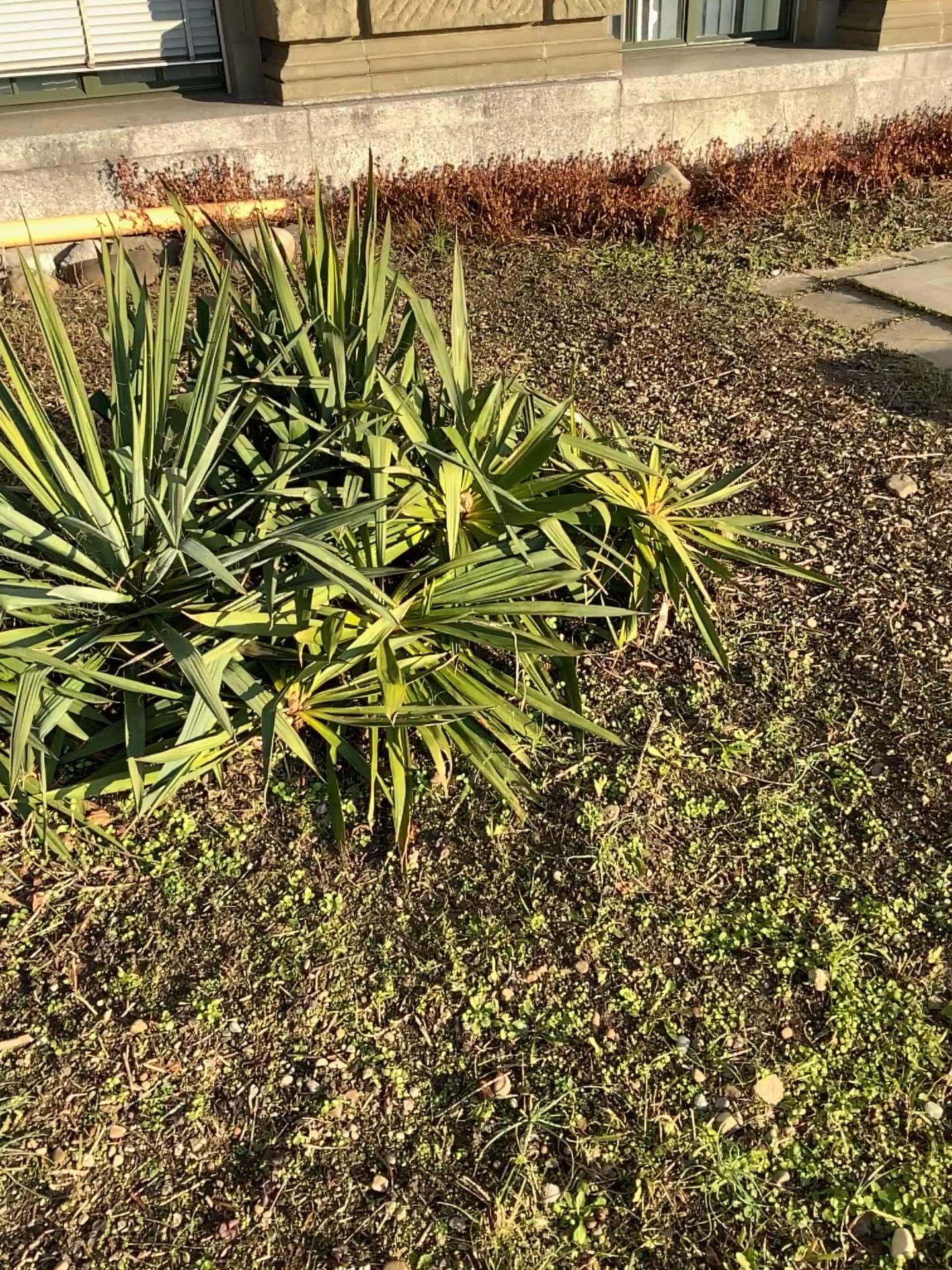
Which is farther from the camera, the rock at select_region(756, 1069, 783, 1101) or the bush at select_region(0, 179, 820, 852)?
the bush at select_region(0, 179, 820, 852)

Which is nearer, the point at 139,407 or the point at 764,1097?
the point at 764,1097

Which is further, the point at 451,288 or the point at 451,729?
the point at 451,288

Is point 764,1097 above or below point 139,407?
below
